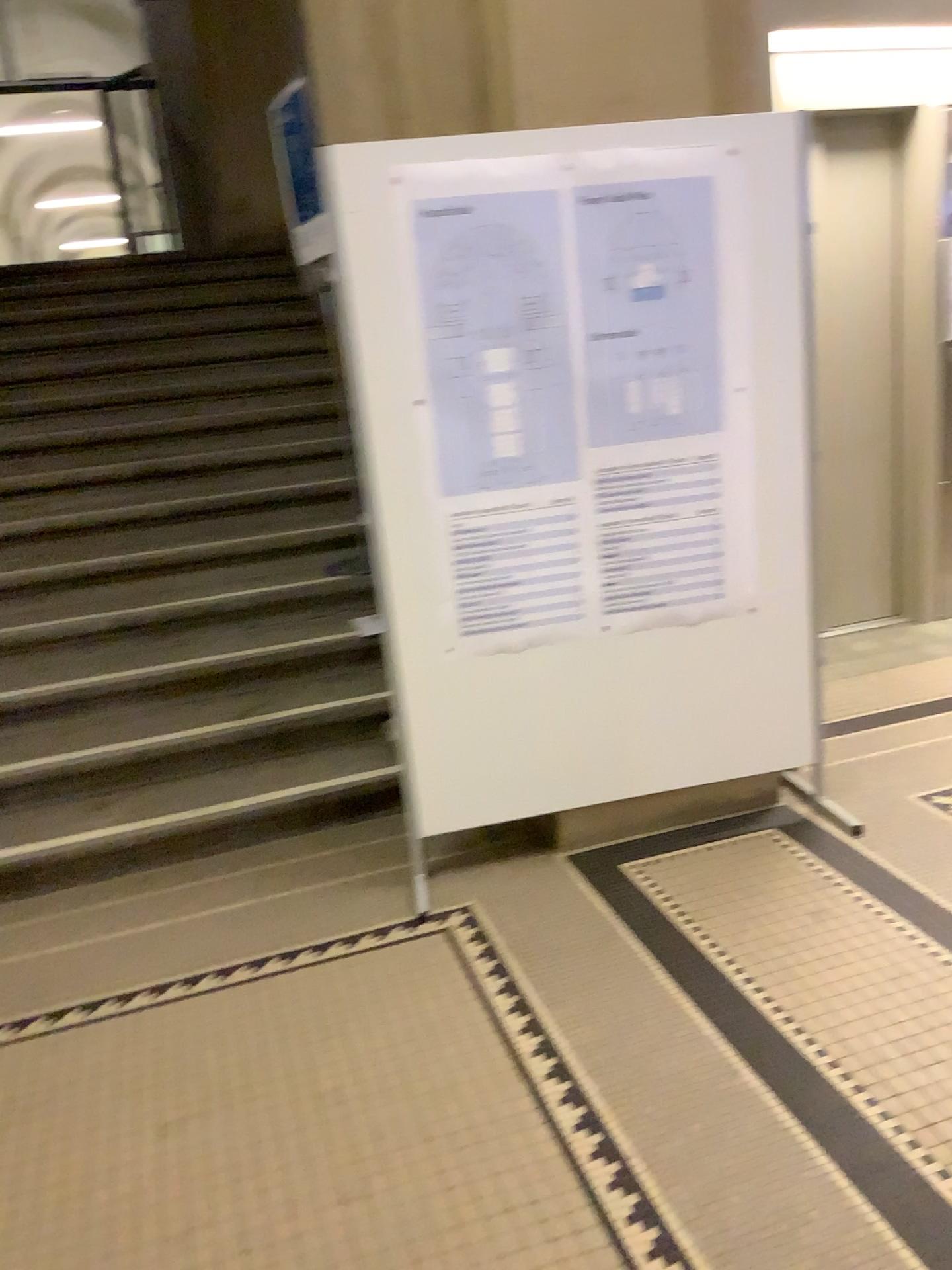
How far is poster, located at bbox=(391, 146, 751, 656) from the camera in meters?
2.6

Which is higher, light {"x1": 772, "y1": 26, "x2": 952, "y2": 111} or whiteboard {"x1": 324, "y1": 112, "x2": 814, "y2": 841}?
light {"x1": 772, "y1": 26, "x2": 952, "y2": 111}

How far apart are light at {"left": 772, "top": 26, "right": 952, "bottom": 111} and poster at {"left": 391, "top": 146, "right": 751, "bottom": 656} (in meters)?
1.54

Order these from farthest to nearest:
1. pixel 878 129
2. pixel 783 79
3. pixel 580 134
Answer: pixel 878 129, pixel 783 79, pixel 580 134

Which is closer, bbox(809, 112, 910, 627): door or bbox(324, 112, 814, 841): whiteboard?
bbox(324, 112, 814, 841): whiteboard

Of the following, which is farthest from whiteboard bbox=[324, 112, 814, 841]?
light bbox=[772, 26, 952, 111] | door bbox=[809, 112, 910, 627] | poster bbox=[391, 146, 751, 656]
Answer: door bbox=[809, 112, 910, 627]

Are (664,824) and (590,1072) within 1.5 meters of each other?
yes

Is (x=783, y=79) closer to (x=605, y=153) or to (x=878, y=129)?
(x=878, y=129)

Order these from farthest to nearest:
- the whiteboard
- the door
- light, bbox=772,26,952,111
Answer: the door < light, bbox=772,26,952,111 < the whiteboard

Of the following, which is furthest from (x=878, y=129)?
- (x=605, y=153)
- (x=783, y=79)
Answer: (x=605, y=153)
